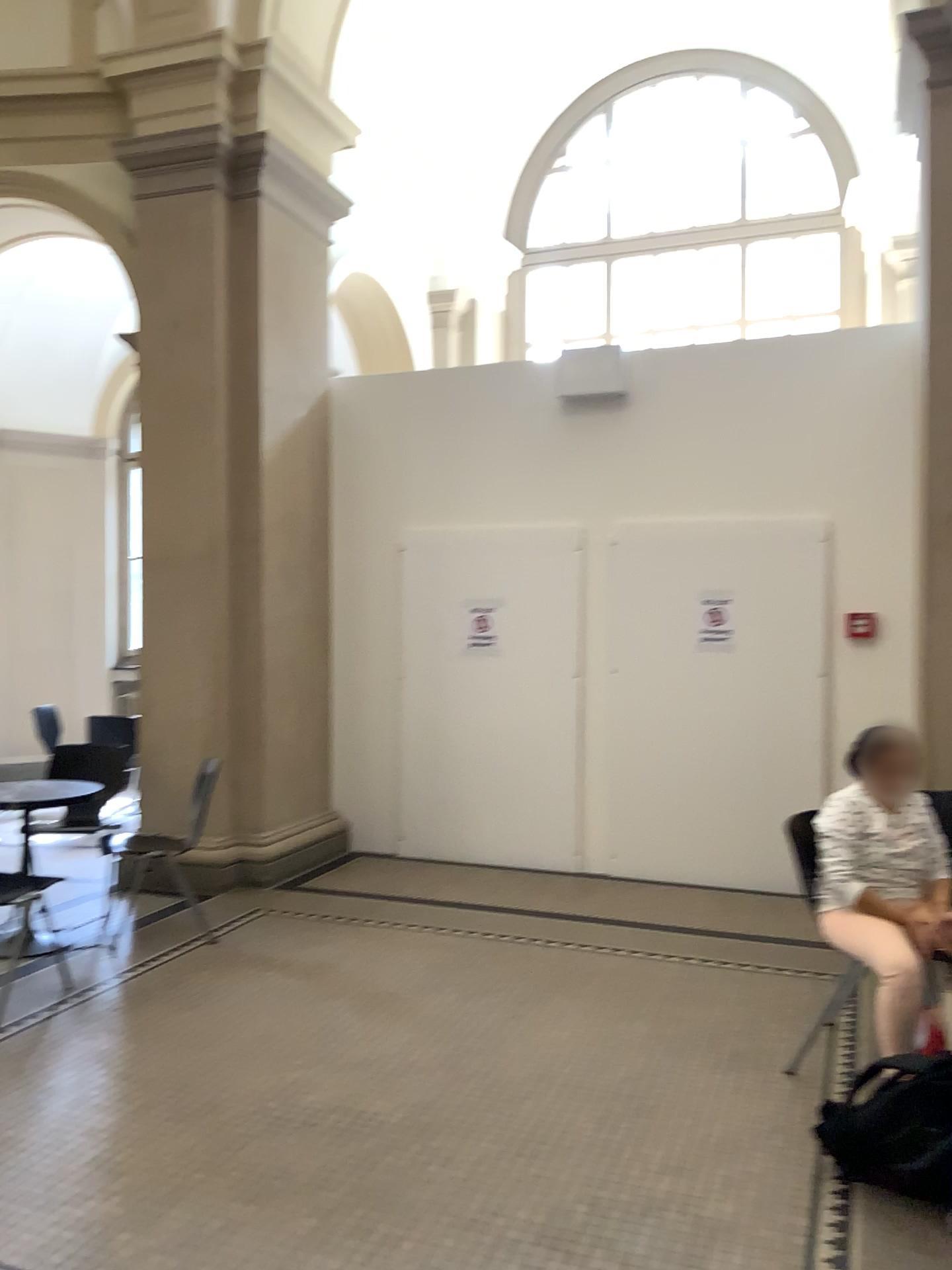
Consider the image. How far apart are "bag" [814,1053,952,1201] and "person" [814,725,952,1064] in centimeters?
42cm

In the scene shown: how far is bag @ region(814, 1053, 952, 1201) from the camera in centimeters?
270cm

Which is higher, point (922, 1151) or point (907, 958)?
point (907, 958)

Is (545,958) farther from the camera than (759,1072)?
Yes

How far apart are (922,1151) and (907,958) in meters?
0.7

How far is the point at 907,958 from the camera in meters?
3.3

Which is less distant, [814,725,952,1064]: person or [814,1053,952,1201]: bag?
[814,1053,952,1201]: bag

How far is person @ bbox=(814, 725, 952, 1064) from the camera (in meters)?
3.35
